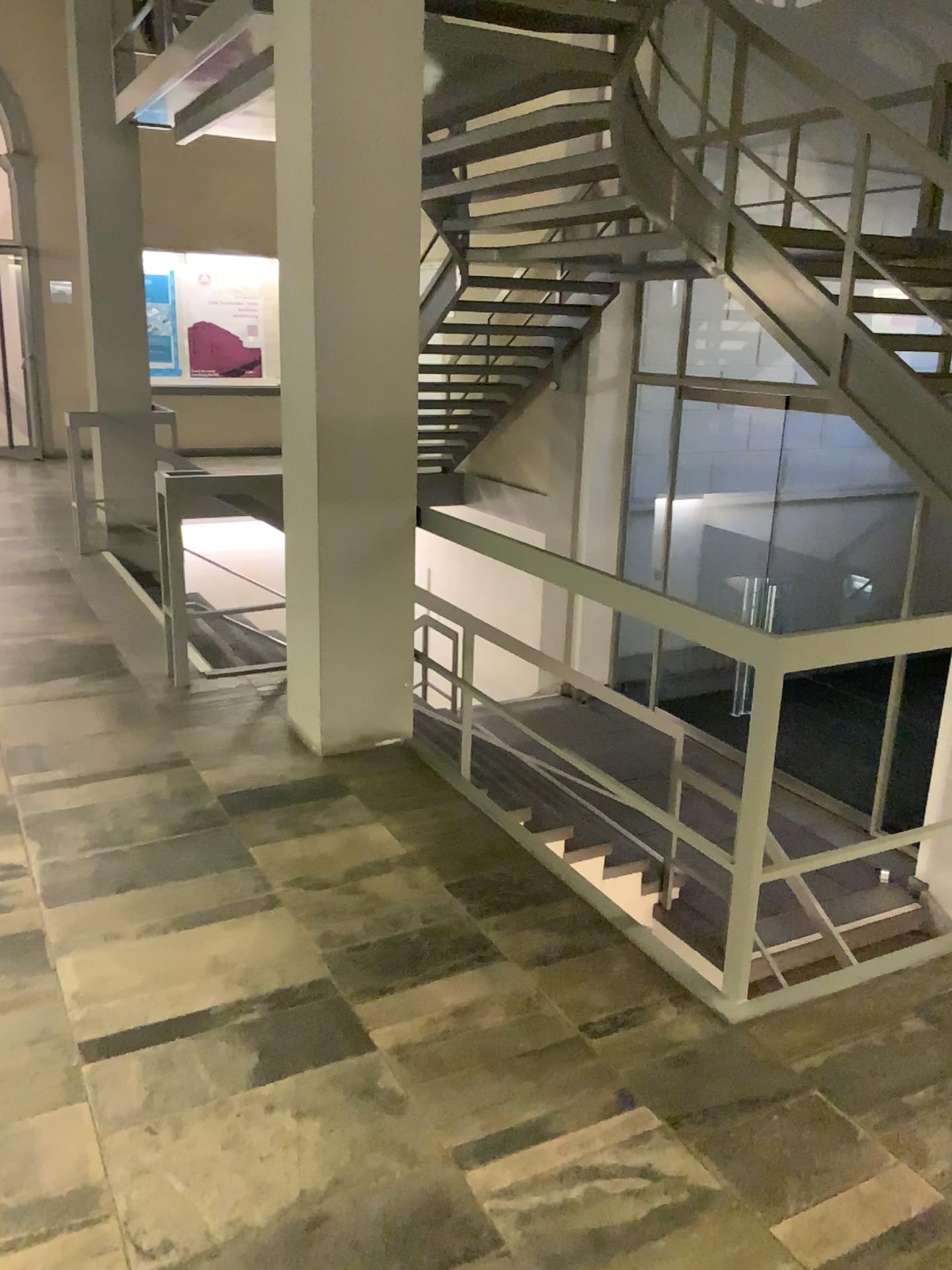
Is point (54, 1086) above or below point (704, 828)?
below
